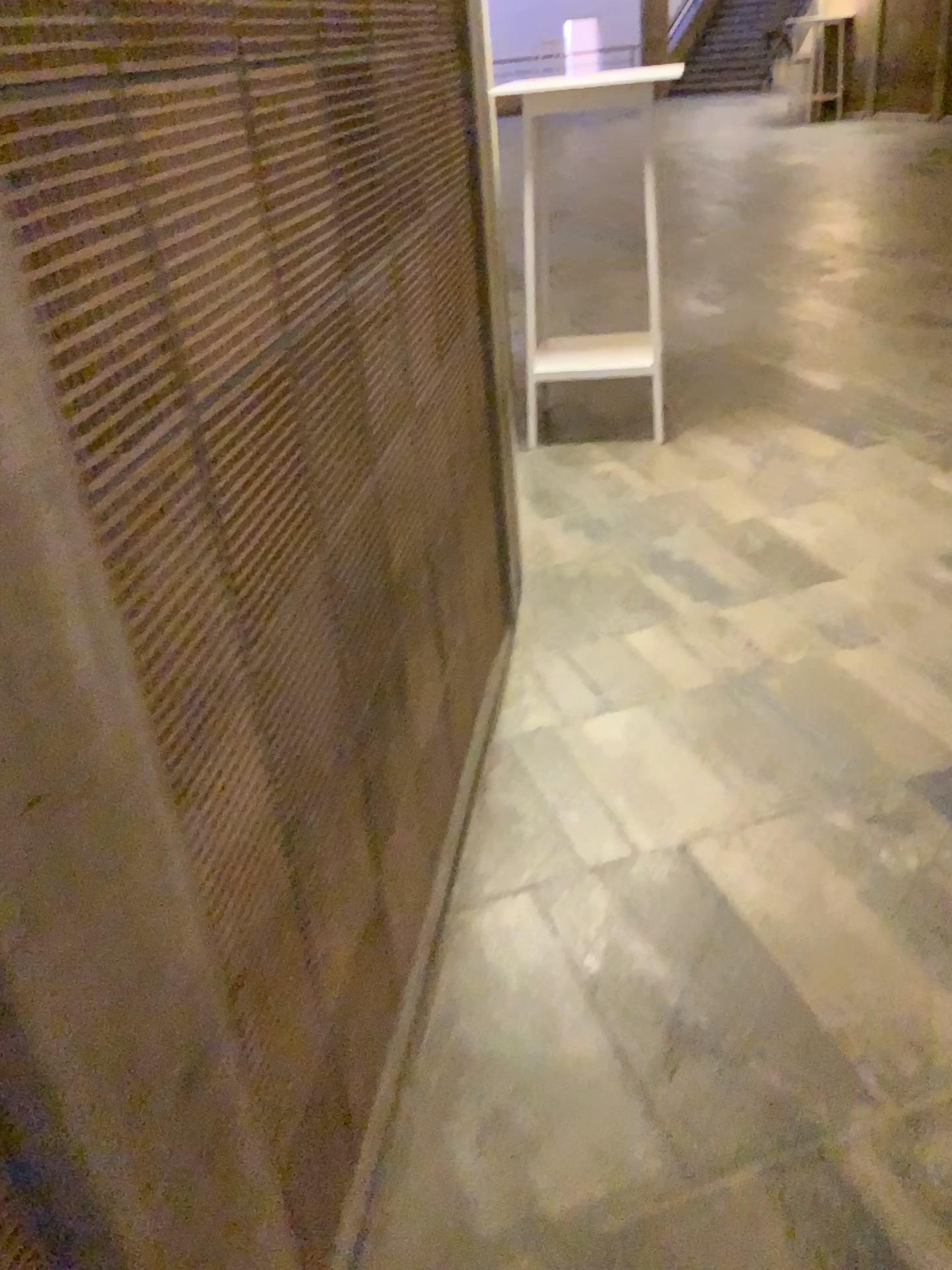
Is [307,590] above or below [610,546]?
above
